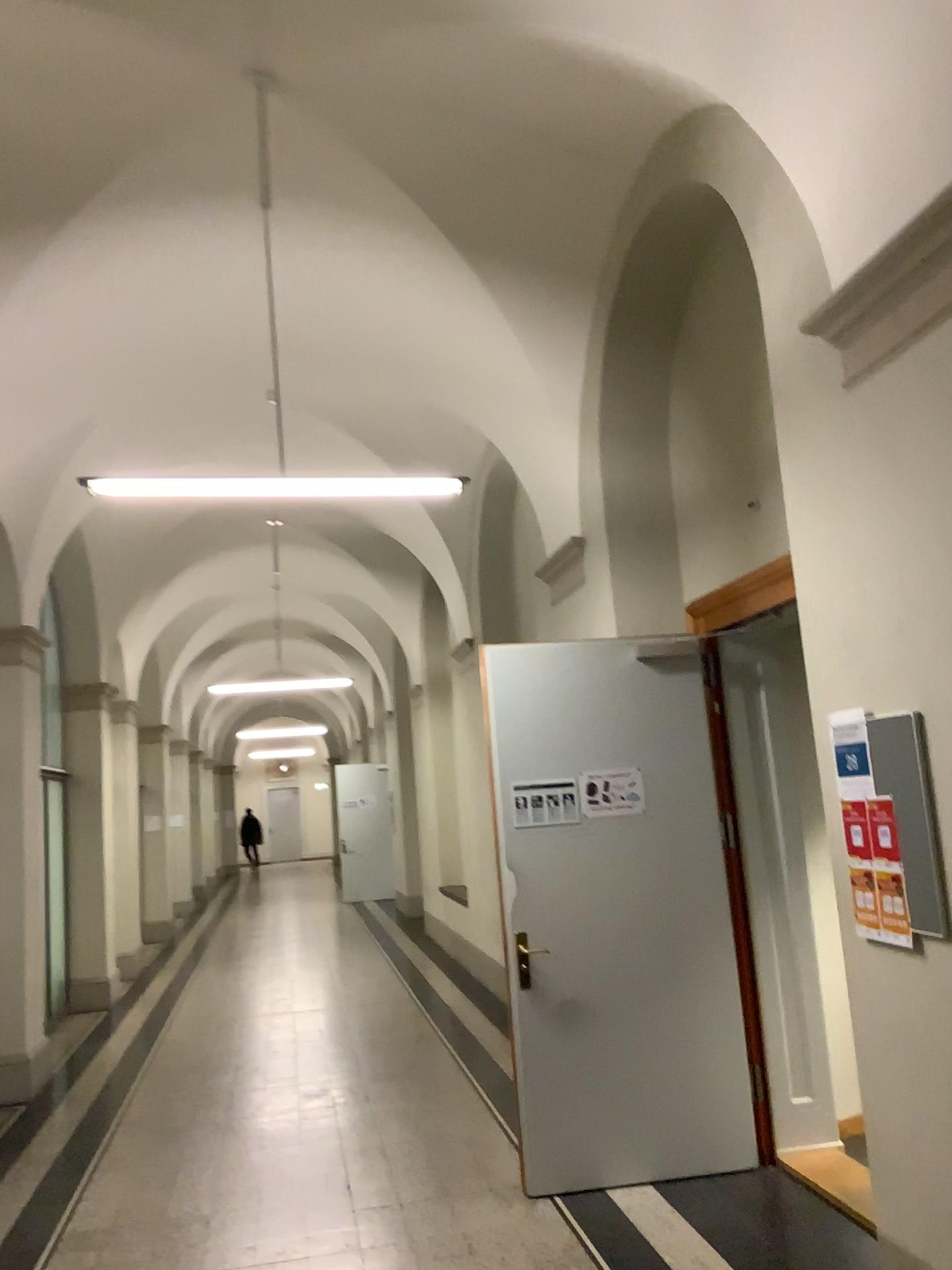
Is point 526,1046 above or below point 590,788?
below

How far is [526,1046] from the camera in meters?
4.5

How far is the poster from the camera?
4.73m

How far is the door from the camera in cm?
450

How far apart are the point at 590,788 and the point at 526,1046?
1.13m

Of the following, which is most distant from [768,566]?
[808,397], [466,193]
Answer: [466,193]
